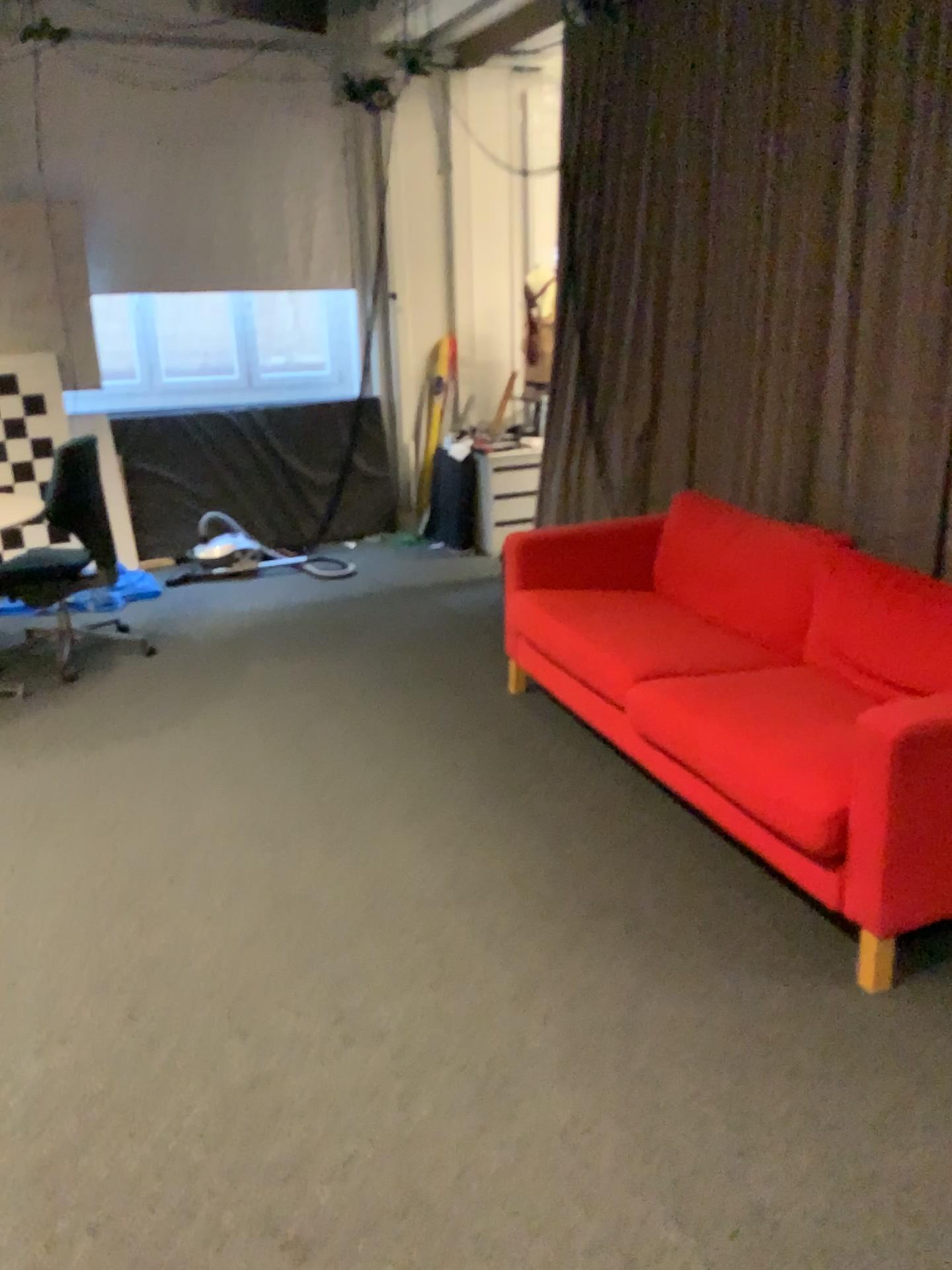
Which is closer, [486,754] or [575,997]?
[575,997]
